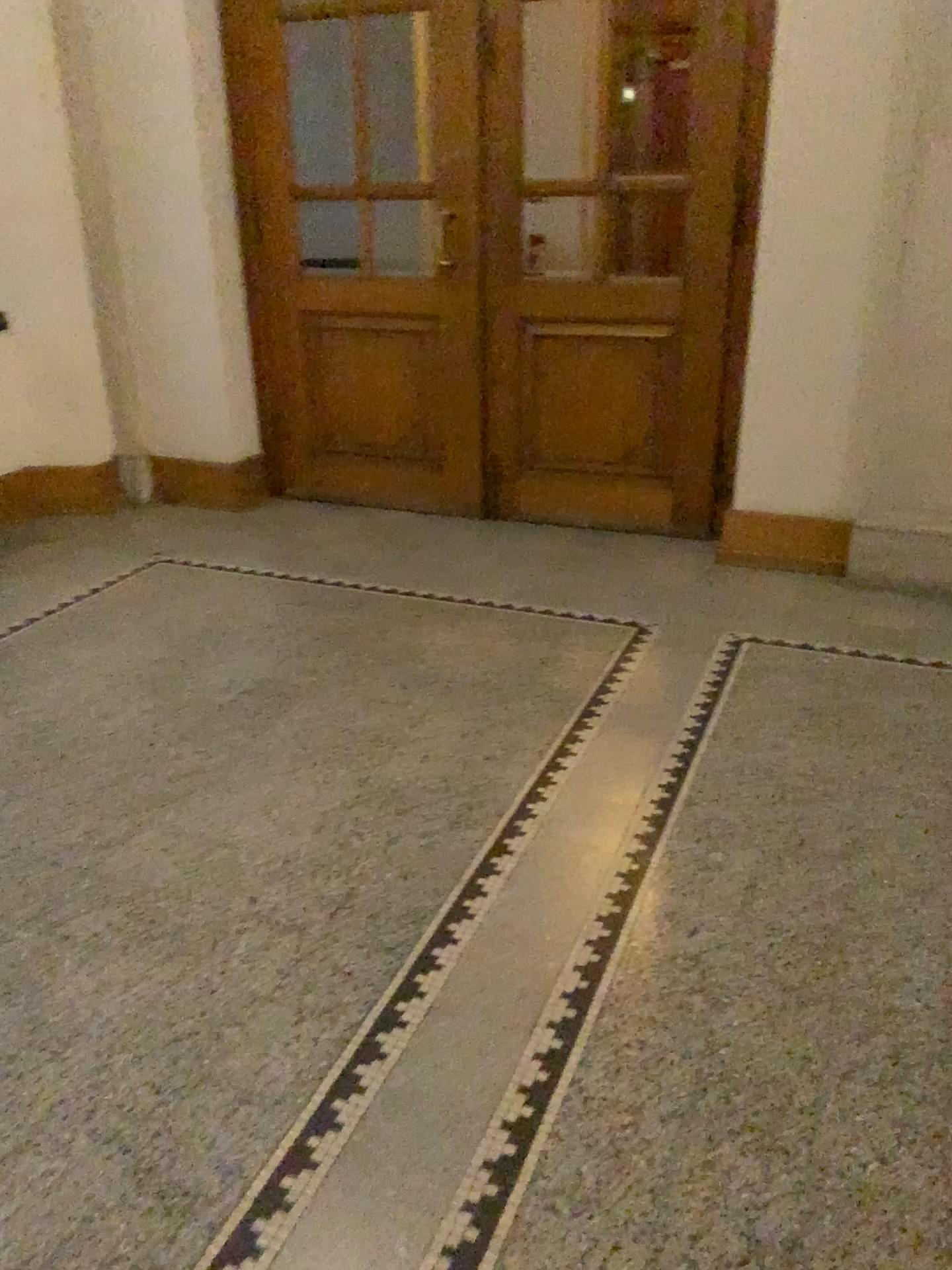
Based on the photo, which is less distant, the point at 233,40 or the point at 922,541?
the point at 922,541

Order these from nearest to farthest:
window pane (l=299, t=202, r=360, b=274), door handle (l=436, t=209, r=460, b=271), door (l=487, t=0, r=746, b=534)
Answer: door (l=487, t=0, r=746, b=534)
door handle (l=436, t=209, r=460, b=271)
window pane (l=299, t=202, r=360, b=274)

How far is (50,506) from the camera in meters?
5.0

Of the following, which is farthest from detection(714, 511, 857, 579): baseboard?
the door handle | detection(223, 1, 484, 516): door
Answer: the door handle

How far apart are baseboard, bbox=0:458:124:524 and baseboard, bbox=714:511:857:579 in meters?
2.9 m

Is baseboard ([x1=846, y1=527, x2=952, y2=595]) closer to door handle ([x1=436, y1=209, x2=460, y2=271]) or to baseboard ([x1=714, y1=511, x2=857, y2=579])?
baseboard ([x1=714, y1=511, x2=857, y2=579])

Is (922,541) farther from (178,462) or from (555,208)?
(178,462)

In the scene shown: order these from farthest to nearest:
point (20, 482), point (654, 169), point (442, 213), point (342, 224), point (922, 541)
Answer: point (20, 482) < point (342, 224) < point (442, 213) < point (654, 169) < point (922, 541)

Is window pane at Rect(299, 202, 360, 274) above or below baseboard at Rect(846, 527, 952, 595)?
above

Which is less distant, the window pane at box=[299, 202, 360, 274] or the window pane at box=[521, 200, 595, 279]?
the window pane at box=[521, 200, 595, 279]
